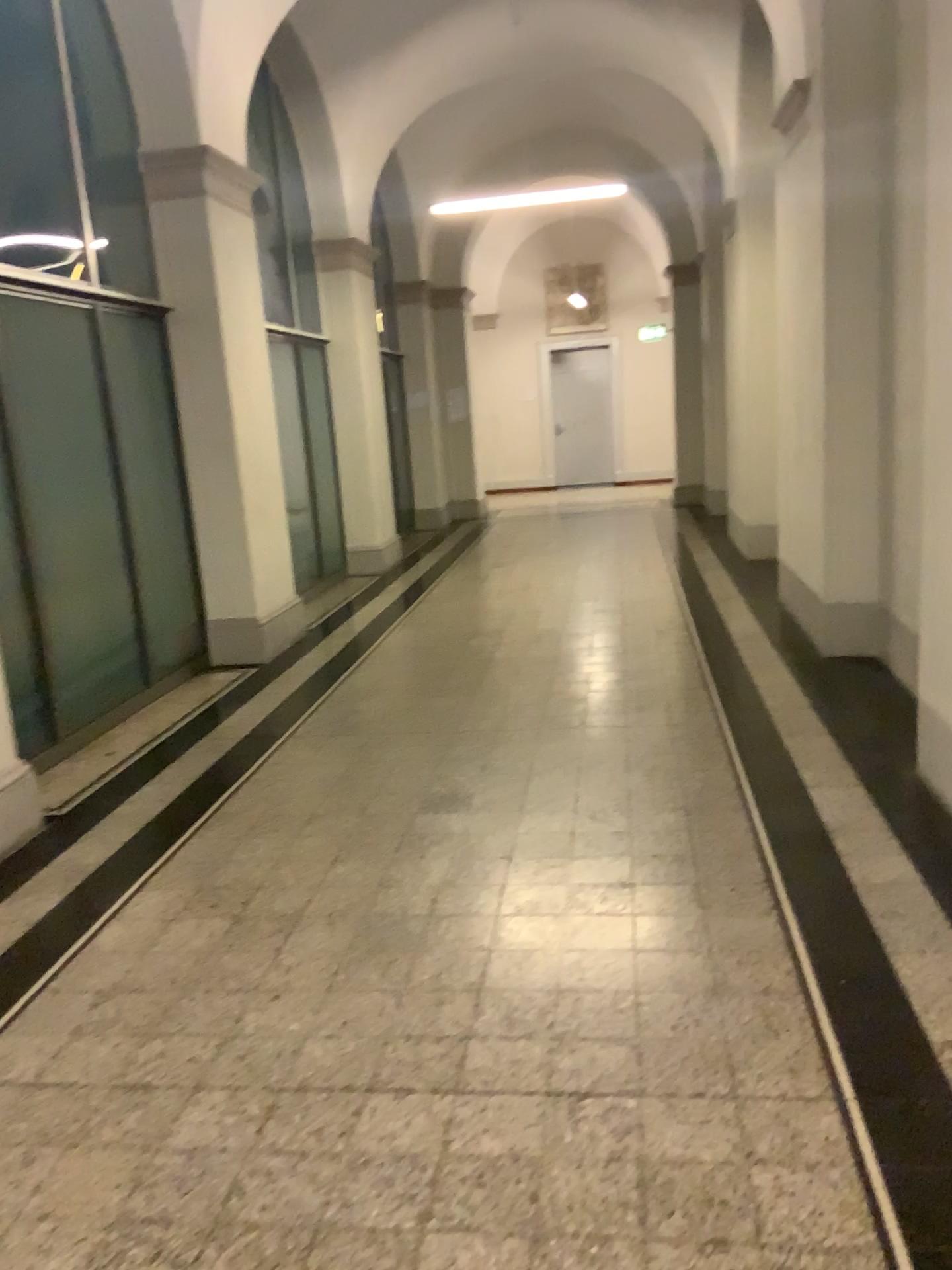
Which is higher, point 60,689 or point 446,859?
point 60,689
